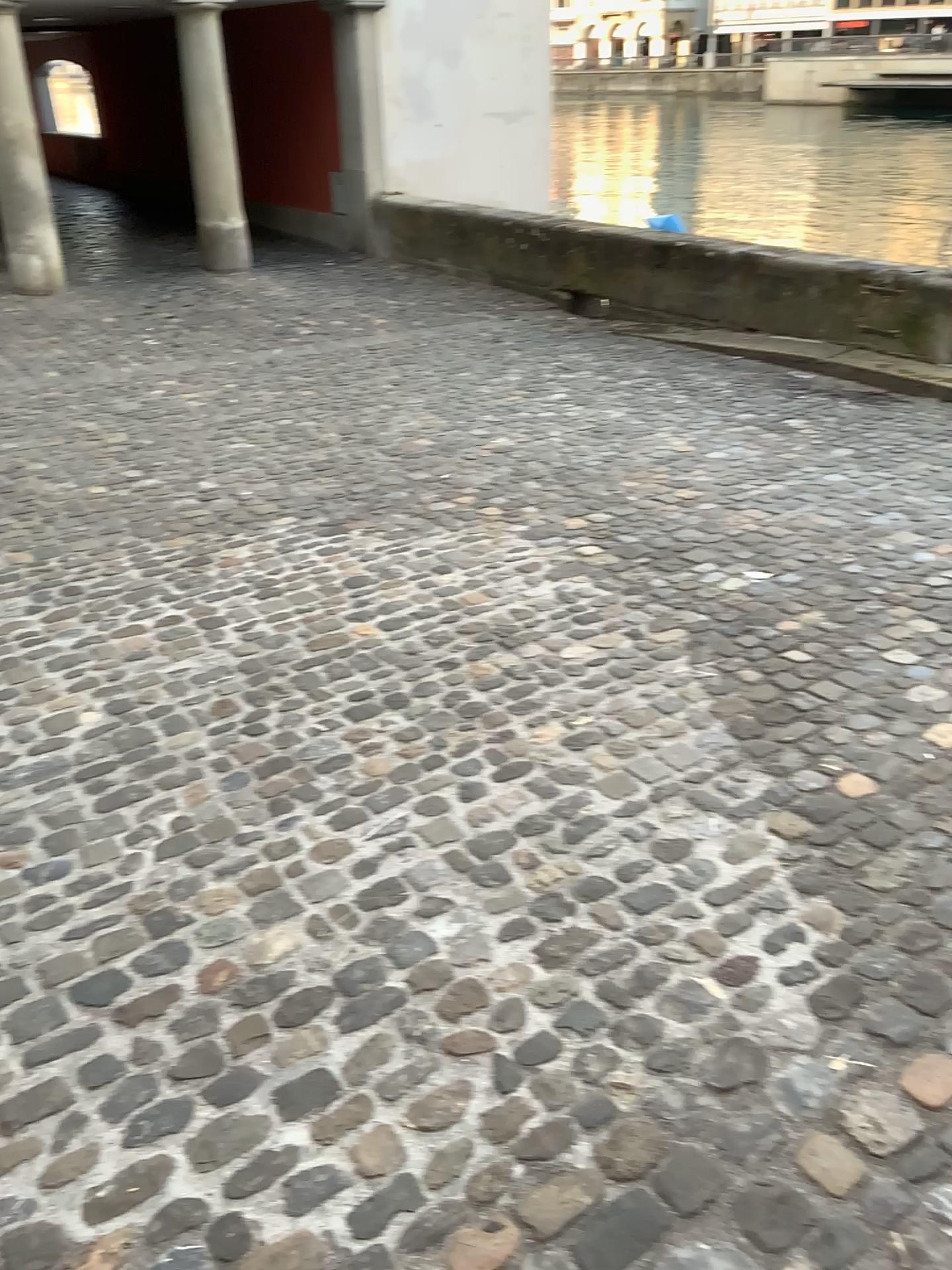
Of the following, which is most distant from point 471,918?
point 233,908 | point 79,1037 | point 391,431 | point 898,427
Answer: point 898,427
